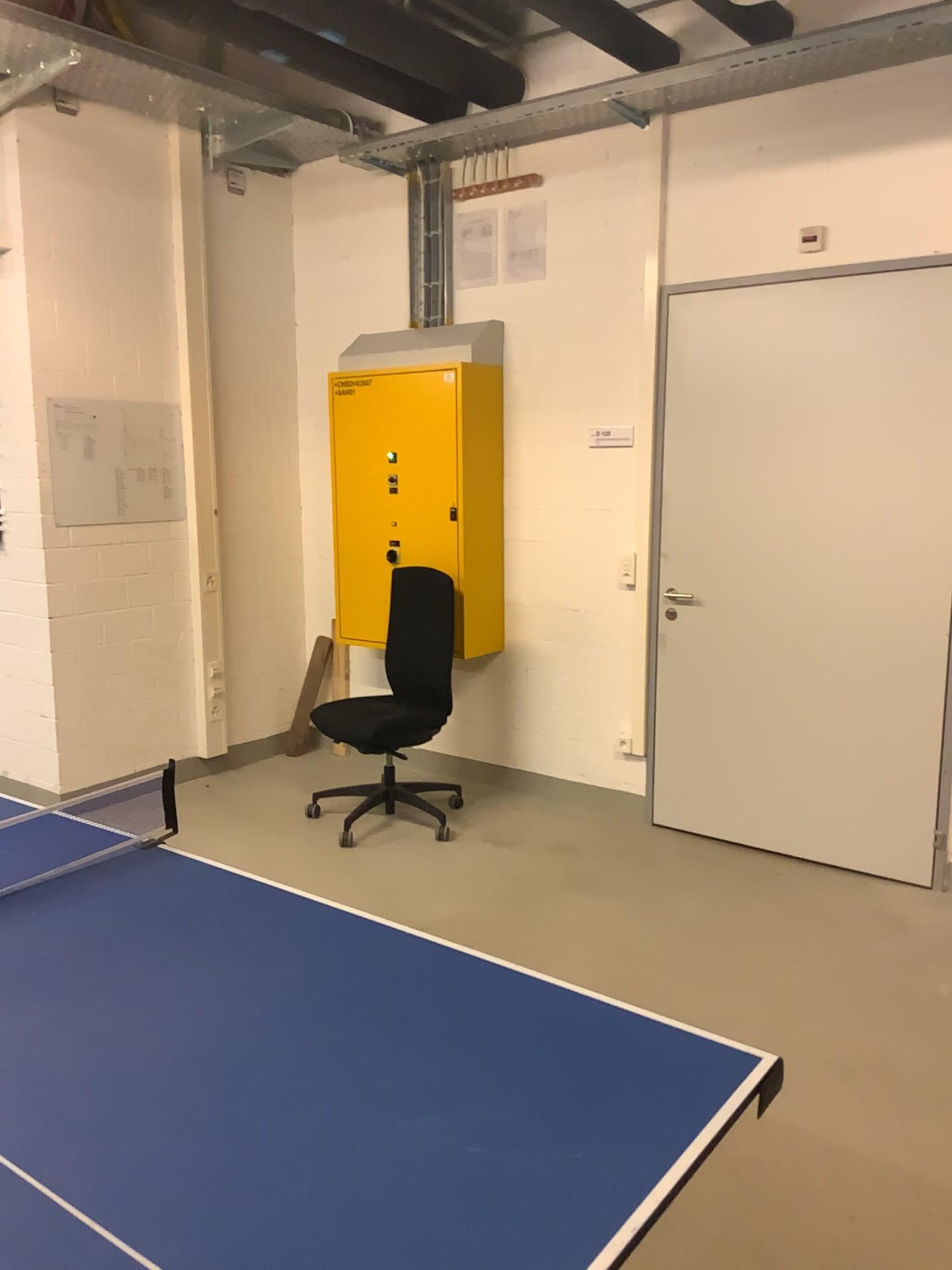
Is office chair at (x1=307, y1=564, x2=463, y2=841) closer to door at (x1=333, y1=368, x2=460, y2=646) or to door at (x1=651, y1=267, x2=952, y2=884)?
door at (x1=333, y1=368, x2=460, y2=646)

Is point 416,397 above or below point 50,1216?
above

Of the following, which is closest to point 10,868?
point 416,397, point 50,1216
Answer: point 50,1216

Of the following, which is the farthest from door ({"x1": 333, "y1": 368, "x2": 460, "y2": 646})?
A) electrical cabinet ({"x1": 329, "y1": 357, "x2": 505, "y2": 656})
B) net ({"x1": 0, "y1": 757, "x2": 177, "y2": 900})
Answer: net ({"x1": 0, "y1": 757, "x2": 177, "y2": 900})

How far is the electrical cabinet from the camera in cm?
468

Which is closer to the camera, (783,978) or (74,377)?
(783,978)

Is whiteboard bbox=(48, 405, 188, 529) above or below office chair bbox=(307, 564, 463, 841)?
above

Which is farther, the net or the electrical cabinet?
the electrical cabinet

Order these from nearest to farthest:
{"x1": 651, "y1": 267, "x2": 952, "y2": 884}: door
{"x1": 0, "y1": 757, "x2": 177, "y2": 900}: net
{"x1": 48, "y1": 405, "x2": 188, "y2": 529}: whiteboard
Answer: {"x1": 0, "y1": 757, "x2": 177, "y2": 900}: net → {"x1": 651, "y1": 267, "x2": 952, "y2": 884}: door → {"x1": 48, "y1": 405, "x2": 188, "y2": 529}: whiteboard

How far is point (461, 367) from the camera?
4.7m
